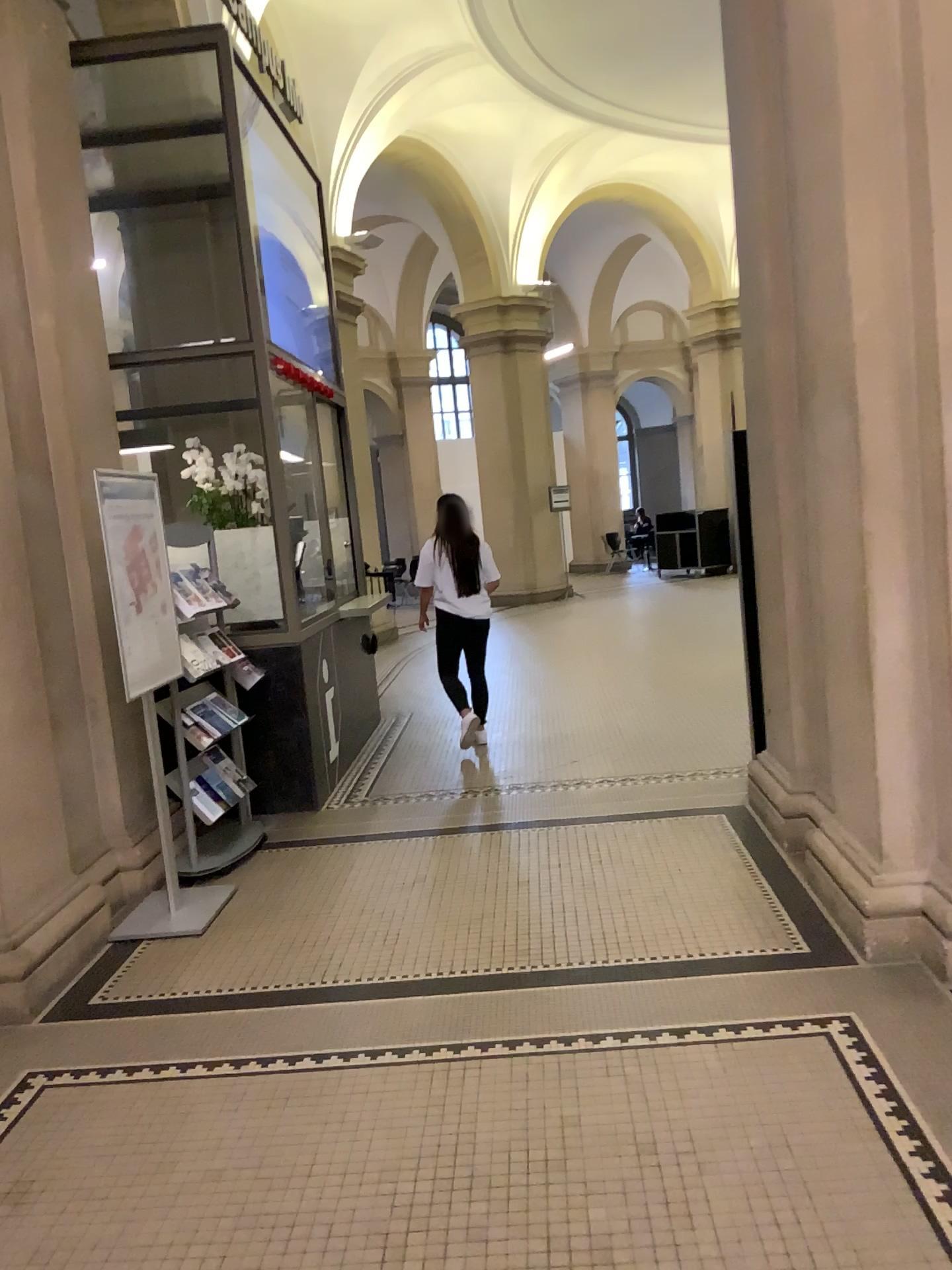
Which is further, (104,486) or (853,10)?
(104,486)

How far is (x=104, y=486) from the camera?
4.1m

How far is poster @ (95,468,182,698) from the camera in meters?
4.1 m

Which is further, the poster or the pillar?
the poster

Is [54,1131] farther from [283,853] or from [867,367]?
[867,367]

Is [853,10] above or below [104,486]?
above
